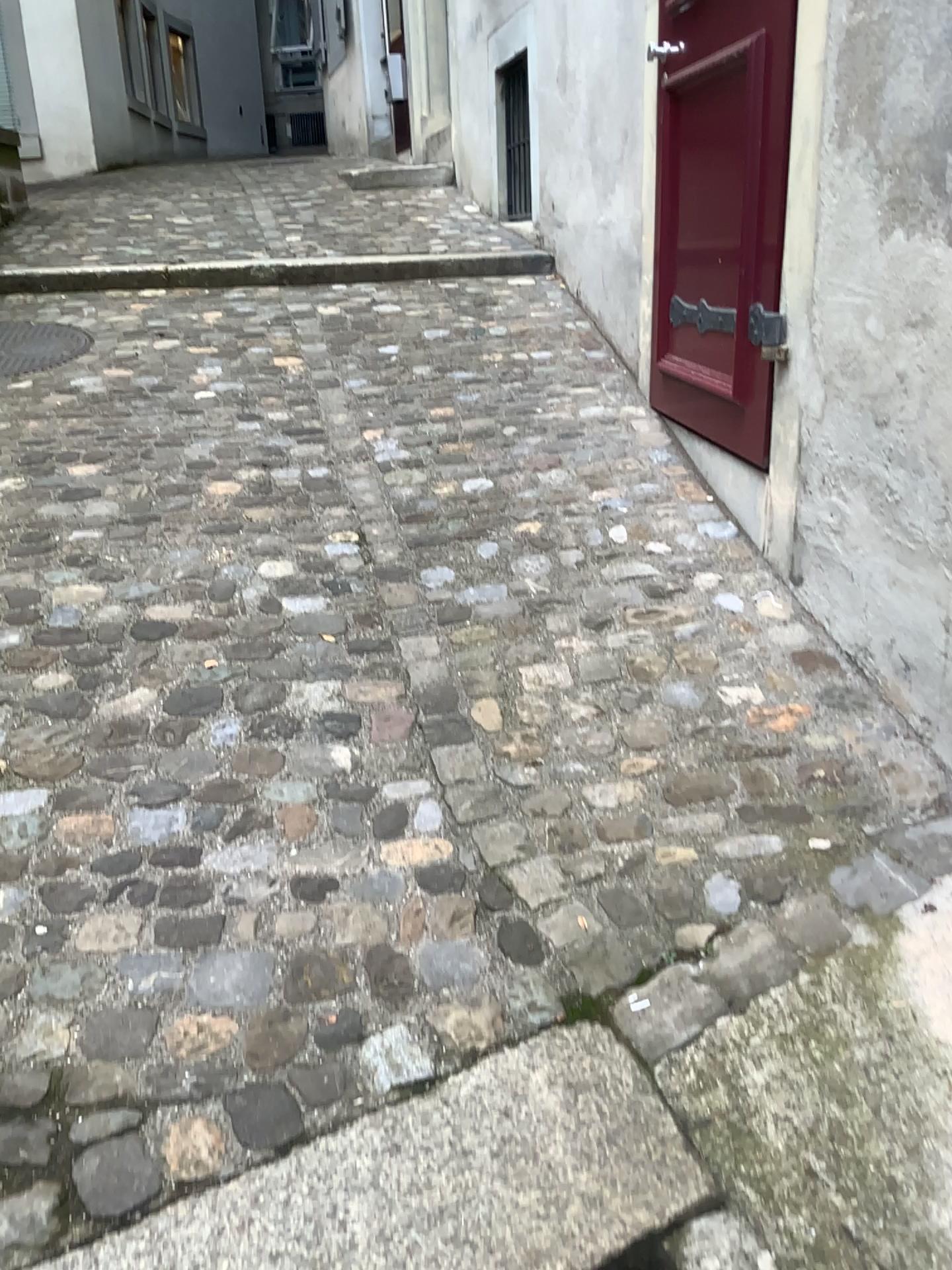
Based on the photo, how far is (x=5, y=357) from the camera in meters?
3.7 m

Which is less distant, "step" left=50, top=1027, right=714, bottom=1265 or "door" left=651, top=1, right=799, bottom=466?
"step" left=50, top=1027, right=714, bottom=1265

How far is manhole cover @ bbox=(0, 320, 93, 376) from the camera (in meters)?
3.69

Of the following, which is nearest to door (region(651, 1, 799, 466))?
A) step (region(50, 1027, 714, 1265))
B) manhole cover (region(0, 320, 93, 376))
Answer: step (region(50, 1027, 714, 1265))

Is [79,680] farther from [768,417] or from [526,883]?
[768,417]

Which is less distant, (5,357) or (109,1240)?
(109,1240)

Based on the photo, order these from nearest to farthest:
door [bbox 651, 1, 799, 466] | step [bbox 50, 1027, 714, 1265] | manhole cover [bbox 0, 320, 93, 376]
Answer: step [bbox 50, 1027, 714, 1265], door [bbox 651, 1, 799, 466], manhole cover [bbox 0, 320, 93, 376]

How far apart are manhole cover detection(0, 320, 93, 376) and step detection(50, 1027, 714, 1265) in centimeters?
308cm

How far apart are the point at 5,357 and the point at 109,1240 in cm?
325

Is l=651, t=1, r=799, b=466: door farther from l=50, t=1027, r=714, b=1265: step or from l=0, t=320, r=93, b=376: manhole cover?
l=0, t=320, r=93, b=376: manhole cover
